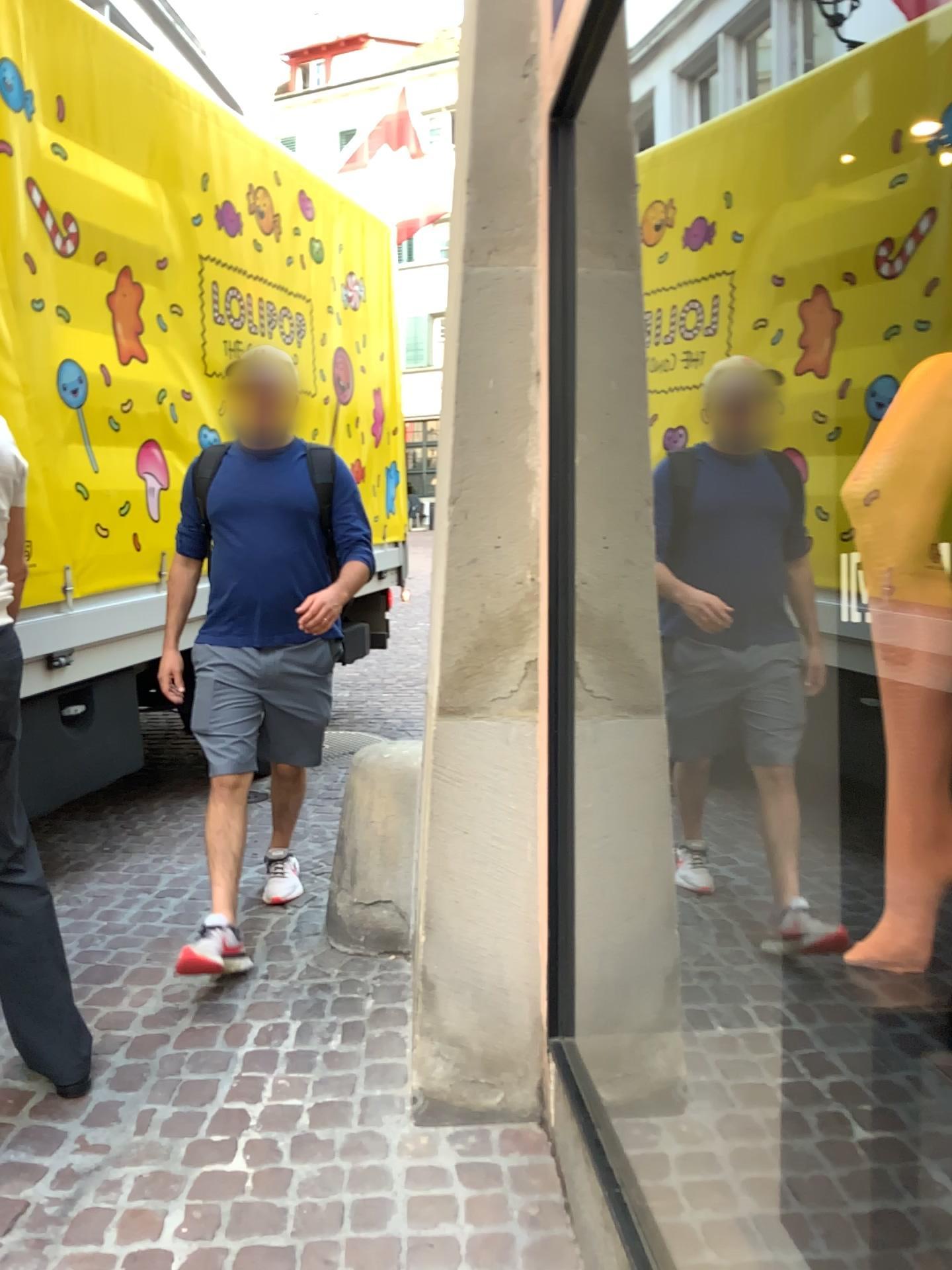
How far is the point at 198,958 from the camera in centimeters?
264cm

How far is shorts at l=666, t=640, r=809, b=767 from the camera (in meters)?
2.06

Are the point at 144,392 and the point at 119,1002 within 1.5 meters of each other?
no

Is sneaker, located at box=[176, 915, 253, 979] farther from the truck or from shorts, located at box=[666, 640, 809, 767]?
shorts, located at box=[666, 640, 809, 767]

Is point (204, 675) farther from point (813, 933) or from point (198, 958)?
point (813, 933)

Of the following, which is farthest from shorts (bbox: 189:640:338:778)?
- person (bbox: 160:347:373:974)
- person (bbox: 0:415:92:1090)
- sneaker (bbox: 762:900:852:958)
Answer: sneaker (bbox: 762:900:852:958)

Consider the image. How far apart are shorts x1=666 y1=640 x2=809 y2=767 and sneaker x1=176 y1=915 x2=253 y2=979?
1.31m

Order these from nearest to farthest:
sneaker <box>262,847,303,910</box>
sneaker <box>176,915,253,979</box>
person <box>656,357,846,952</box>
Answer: person <box>656,357,846,952</box> < sneaker <box>176,915,253,979</box> < sneaker <box>262,847,303,910</box>

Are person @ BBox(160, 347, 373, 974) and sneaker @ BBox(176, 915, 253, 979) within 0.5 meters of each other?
yes

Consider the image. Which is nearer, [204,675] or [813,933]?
[813,933]
